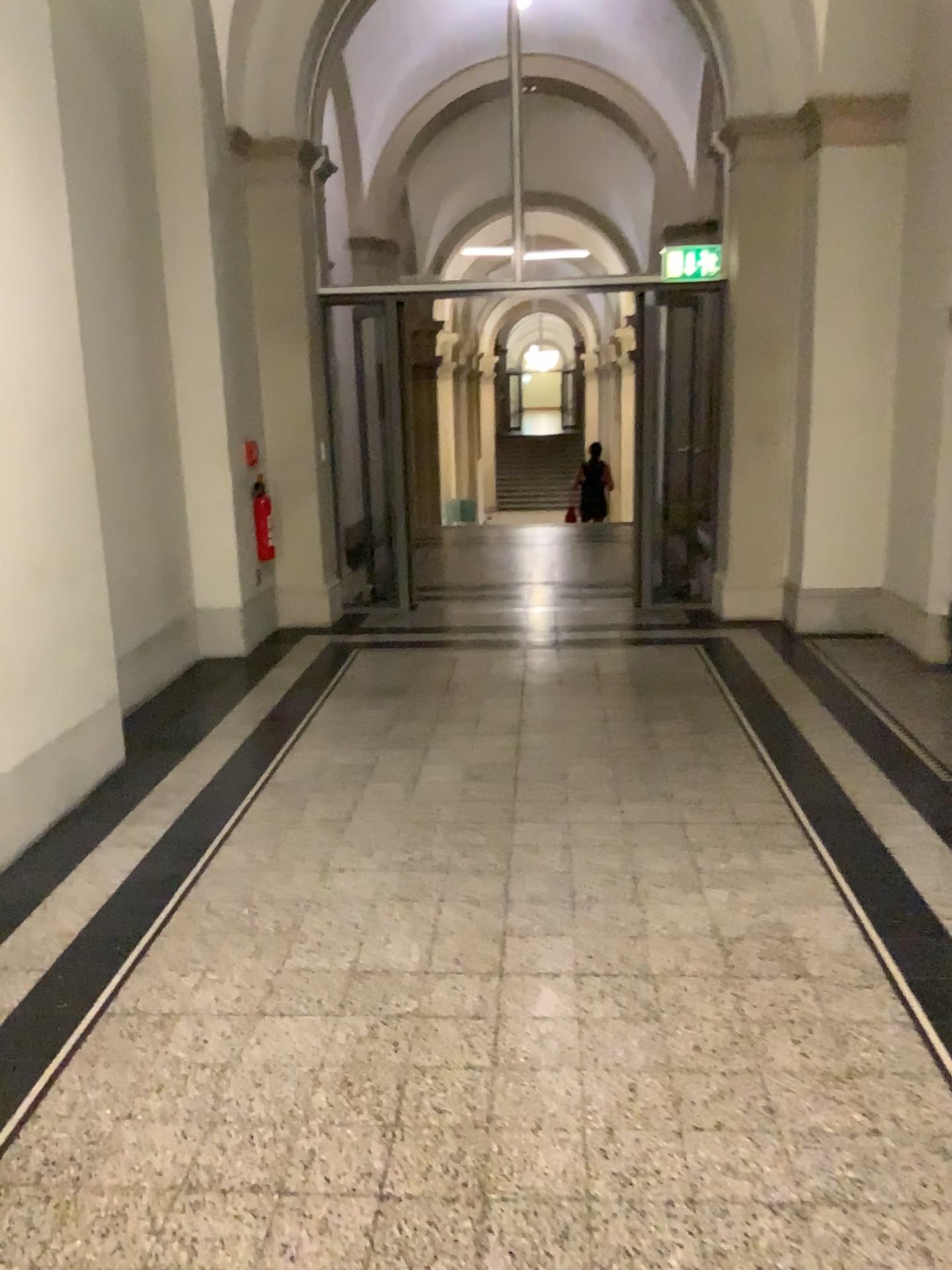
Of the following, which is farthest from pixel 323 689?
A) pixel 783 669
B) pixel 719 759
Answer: pixel 783 669
